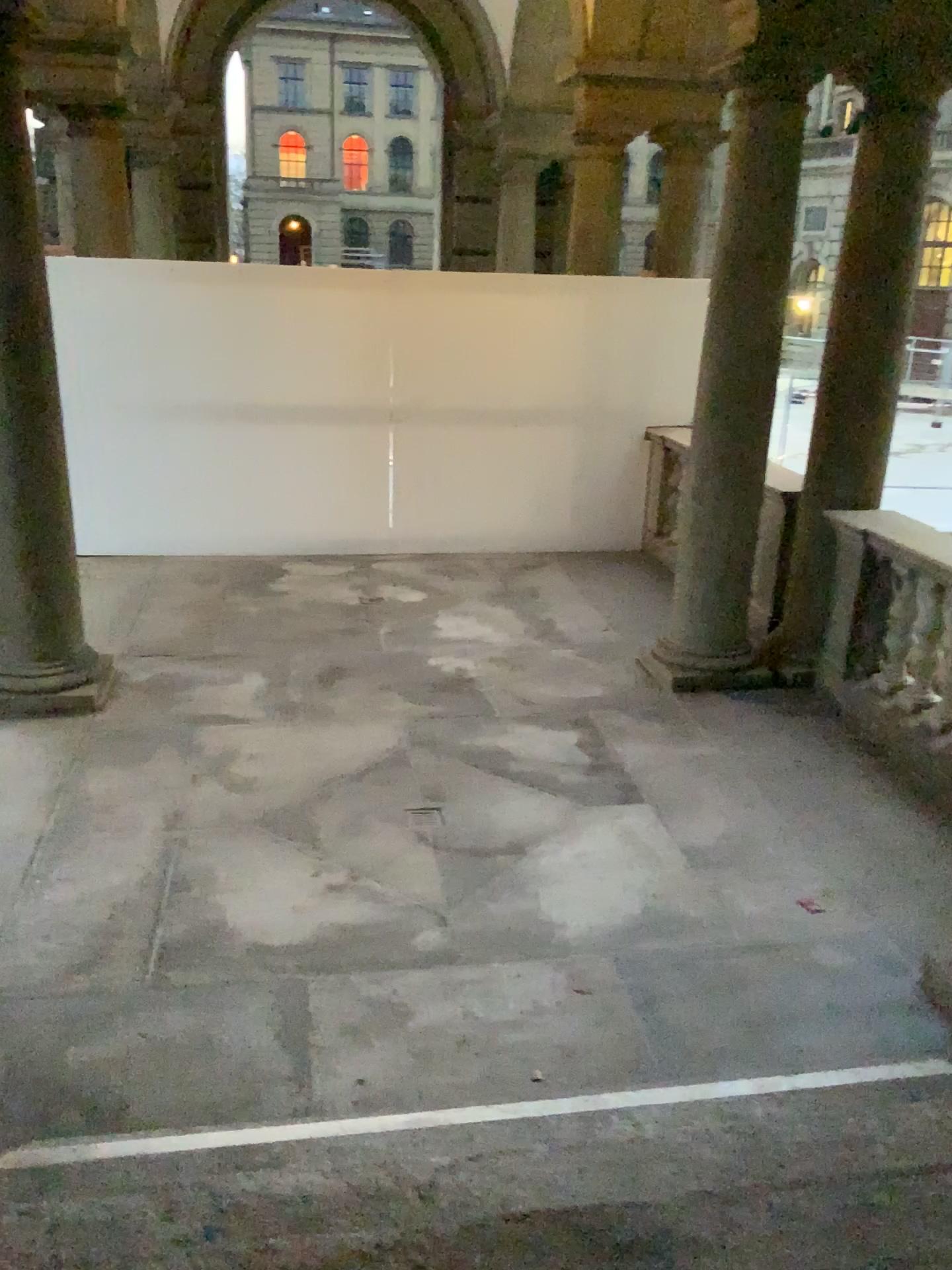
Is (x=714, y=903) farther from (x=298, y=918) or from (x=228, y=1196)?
(x=228, y=1196)
